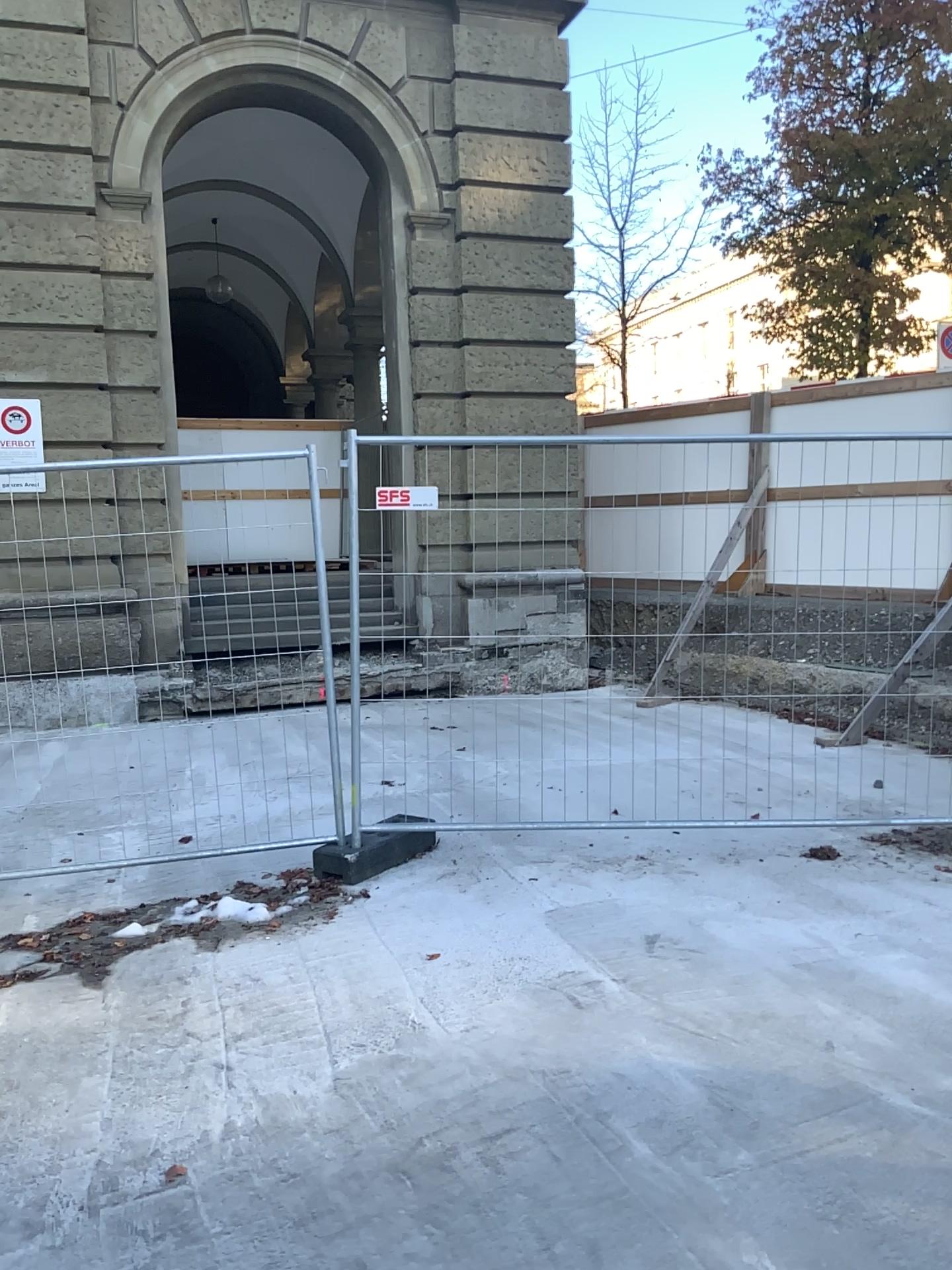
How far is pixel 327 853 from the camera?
4.80m

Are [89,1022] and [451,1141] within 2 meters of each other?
yes

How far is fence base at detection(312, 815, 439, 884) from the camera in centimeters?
480cm
